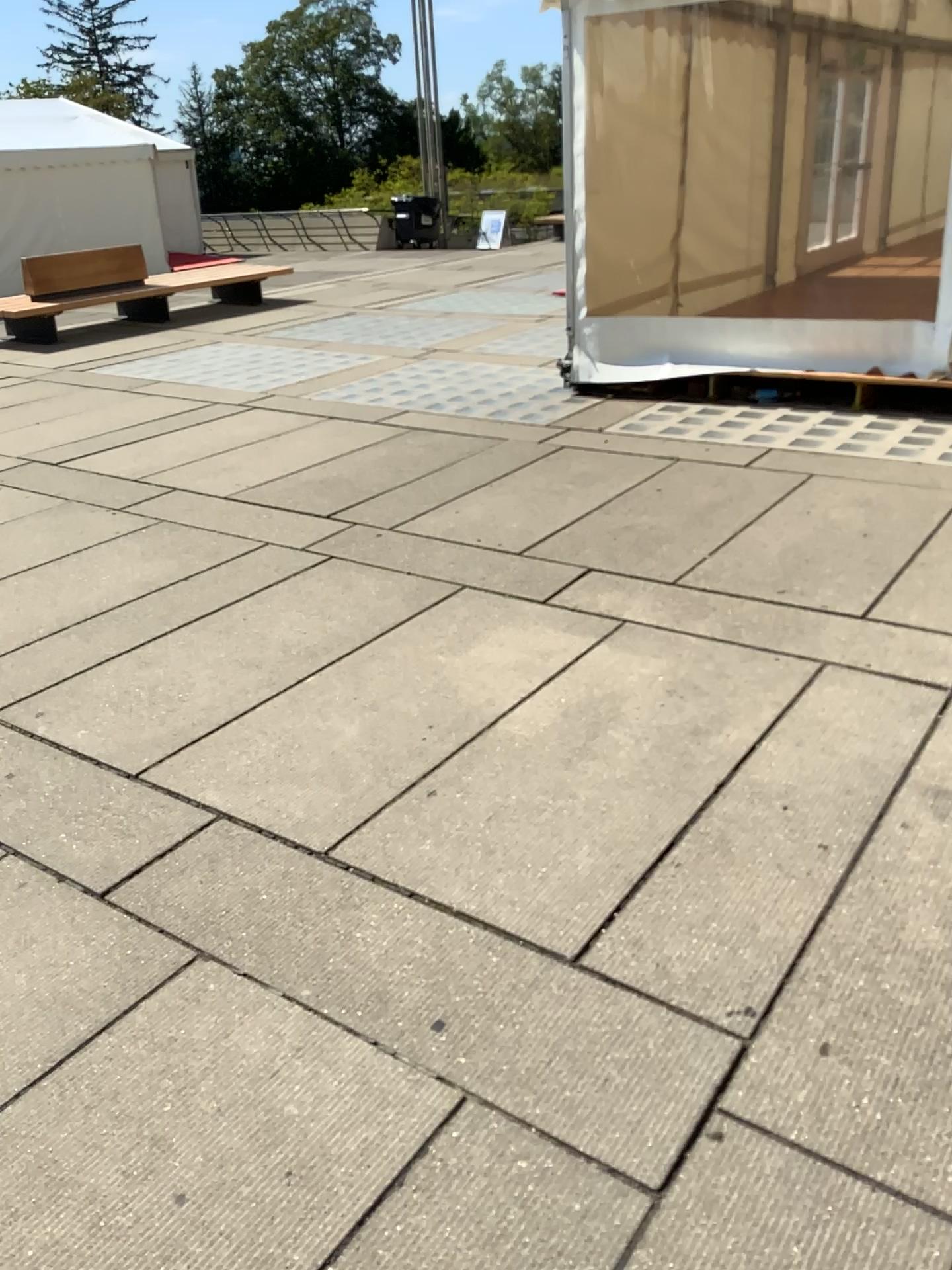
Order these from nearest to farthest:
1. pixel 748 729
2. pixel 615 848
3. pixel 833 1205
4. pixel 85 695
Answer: pixel 833 1205
pixel 615 848
pixel 748 729
pixel 85 695
